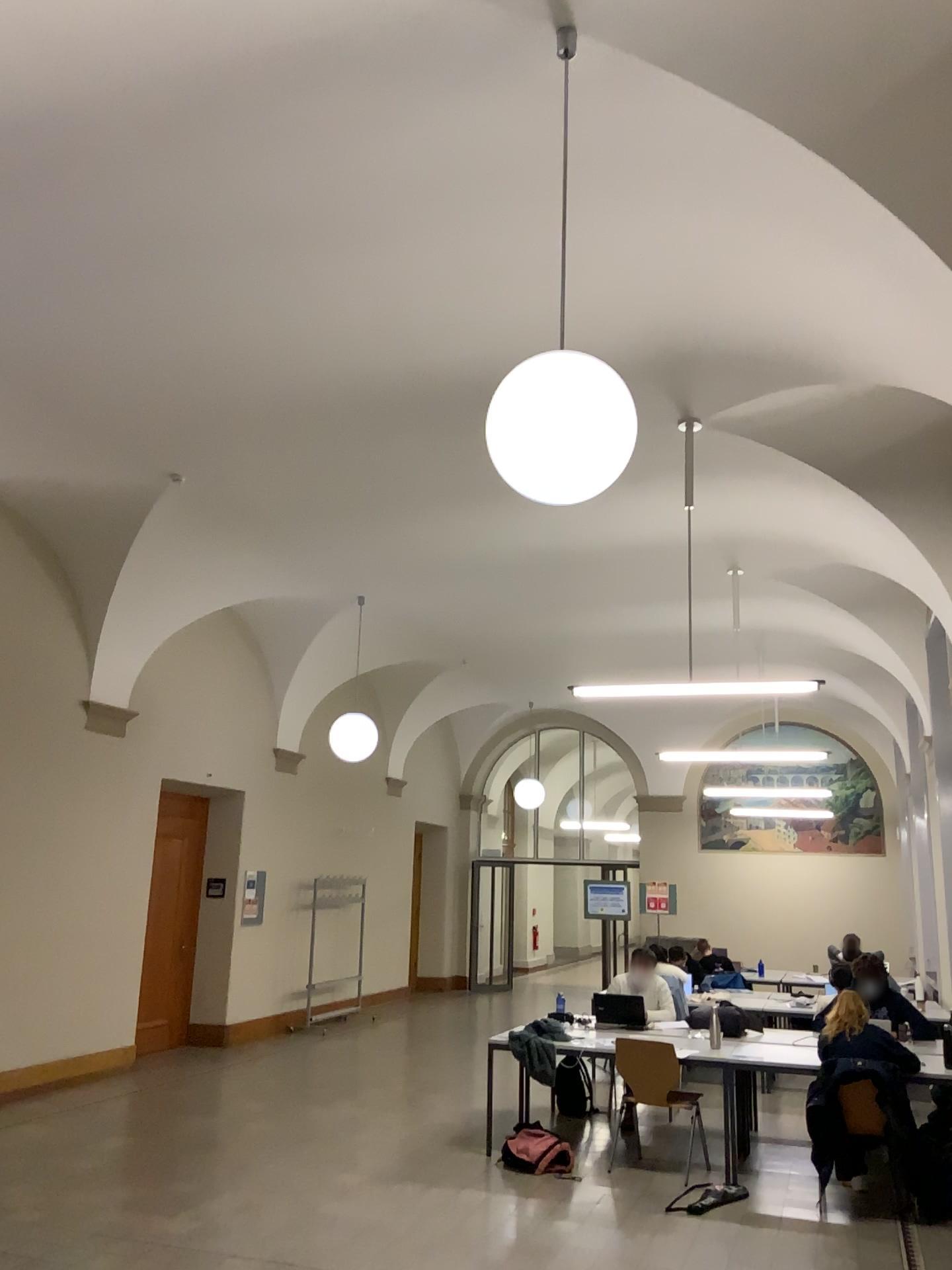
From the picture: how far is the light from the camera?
3.2 meters

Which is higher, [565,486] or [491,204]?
[491,204]

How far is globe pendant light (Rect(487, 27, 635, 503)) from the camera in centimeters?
317cm

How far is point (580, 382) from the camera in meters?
3.2 m

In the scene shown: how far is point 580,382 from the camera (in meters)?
3.17
